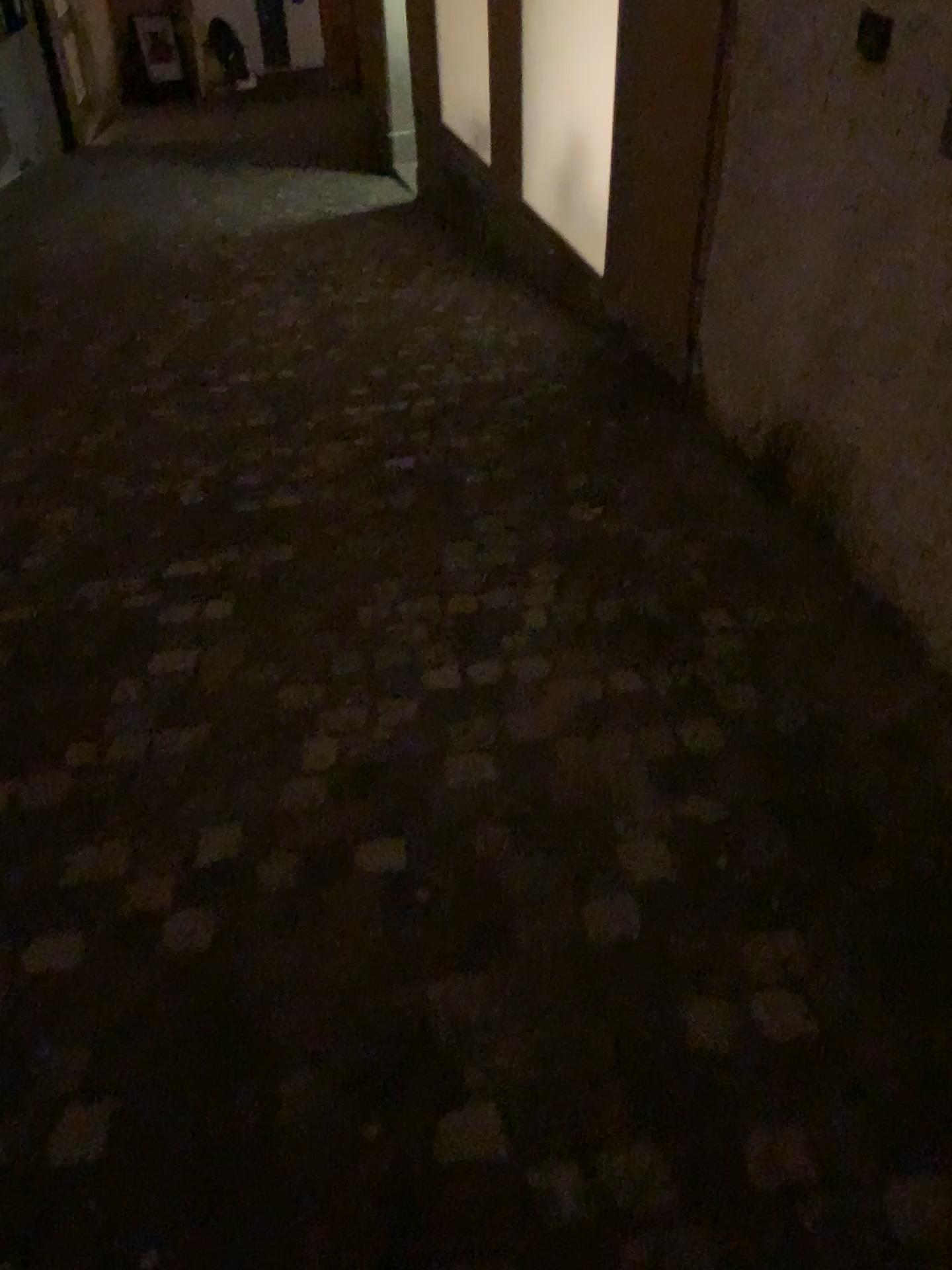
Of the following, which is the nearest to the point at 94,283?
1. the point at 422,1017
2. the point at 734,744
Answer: the point at 734,744
